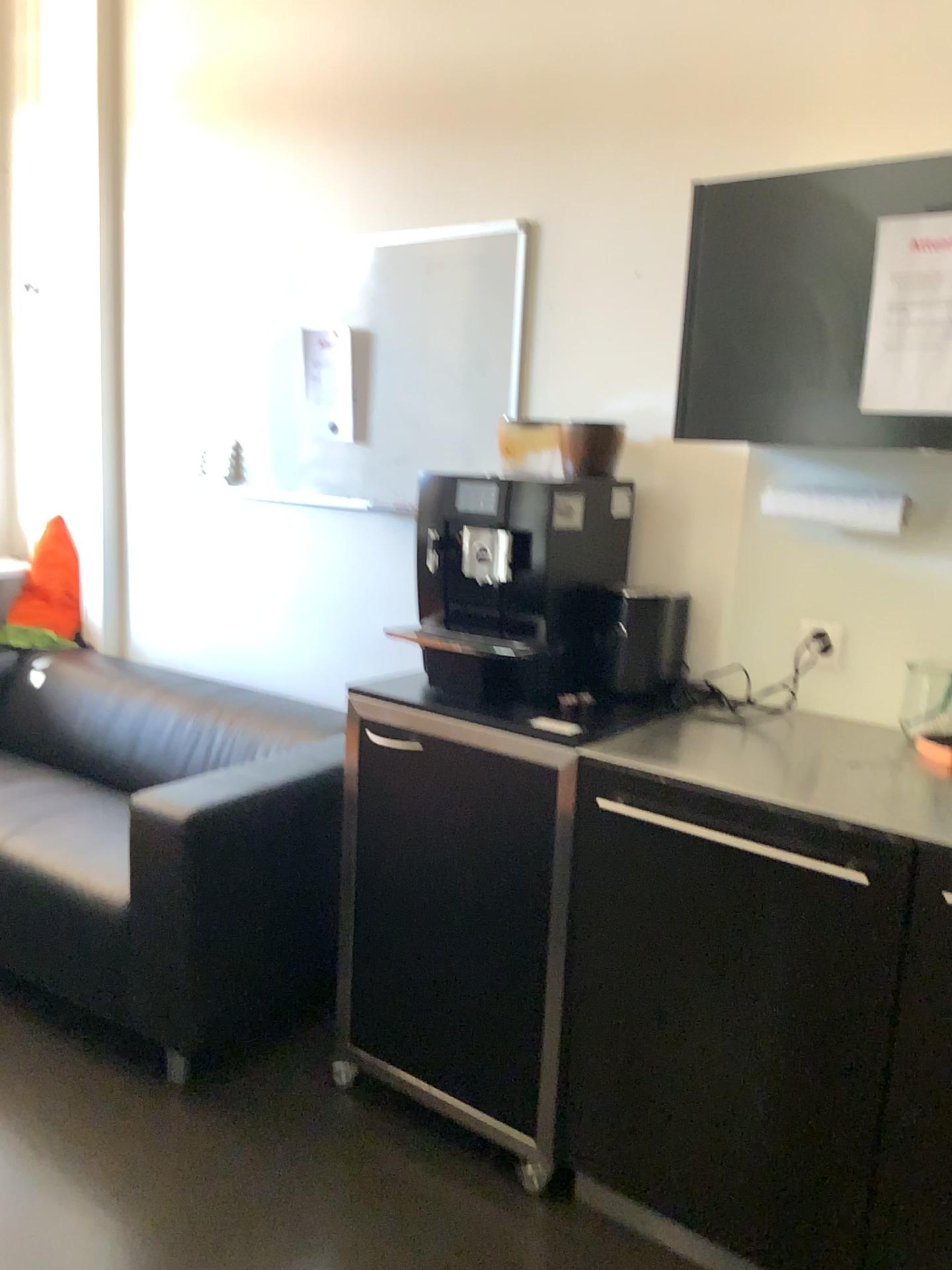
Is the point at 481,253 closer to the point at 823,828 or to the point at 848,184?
the point at 848,184

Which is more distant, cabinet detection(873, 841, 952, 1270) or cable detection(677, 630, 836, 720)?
cable detection(677, 630, 836, 720)

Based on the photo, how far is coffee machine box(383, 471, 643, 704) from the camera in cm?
207

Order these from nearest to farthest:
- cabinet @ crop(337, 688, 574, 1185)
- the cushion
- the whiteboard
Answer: cabinet @ crop(337, 688, 574, 1185) < the whiteboard < the cushion

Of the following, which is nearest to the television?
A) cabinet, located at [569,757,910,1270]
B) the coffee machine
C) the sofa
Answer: the coffee machine

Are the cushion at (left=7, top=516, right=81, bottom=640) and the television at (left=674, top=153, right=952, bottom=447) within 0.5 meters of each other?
no

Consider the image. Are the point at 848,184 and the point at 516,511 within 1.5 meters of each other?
yes

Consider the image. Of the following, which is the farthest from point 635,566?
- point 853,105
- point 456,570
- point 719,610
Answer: point 853,105

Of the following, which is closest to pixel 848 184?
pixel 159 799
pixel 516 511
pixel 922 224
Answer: pixel 922 224

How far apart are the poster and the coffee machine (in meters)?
0.62
